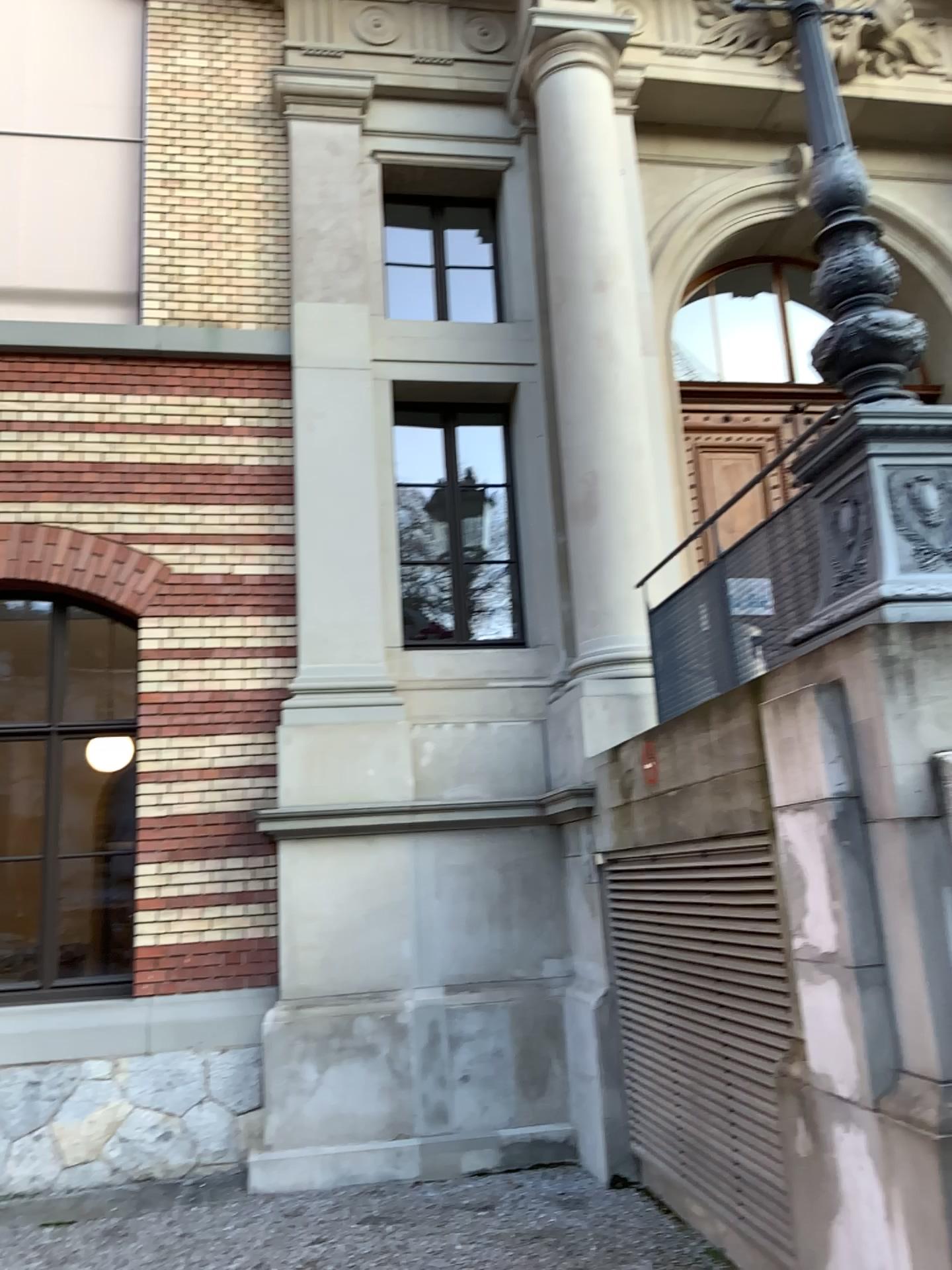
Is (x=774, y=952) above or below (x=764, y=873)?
below

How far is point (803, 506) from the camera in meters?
4.3
